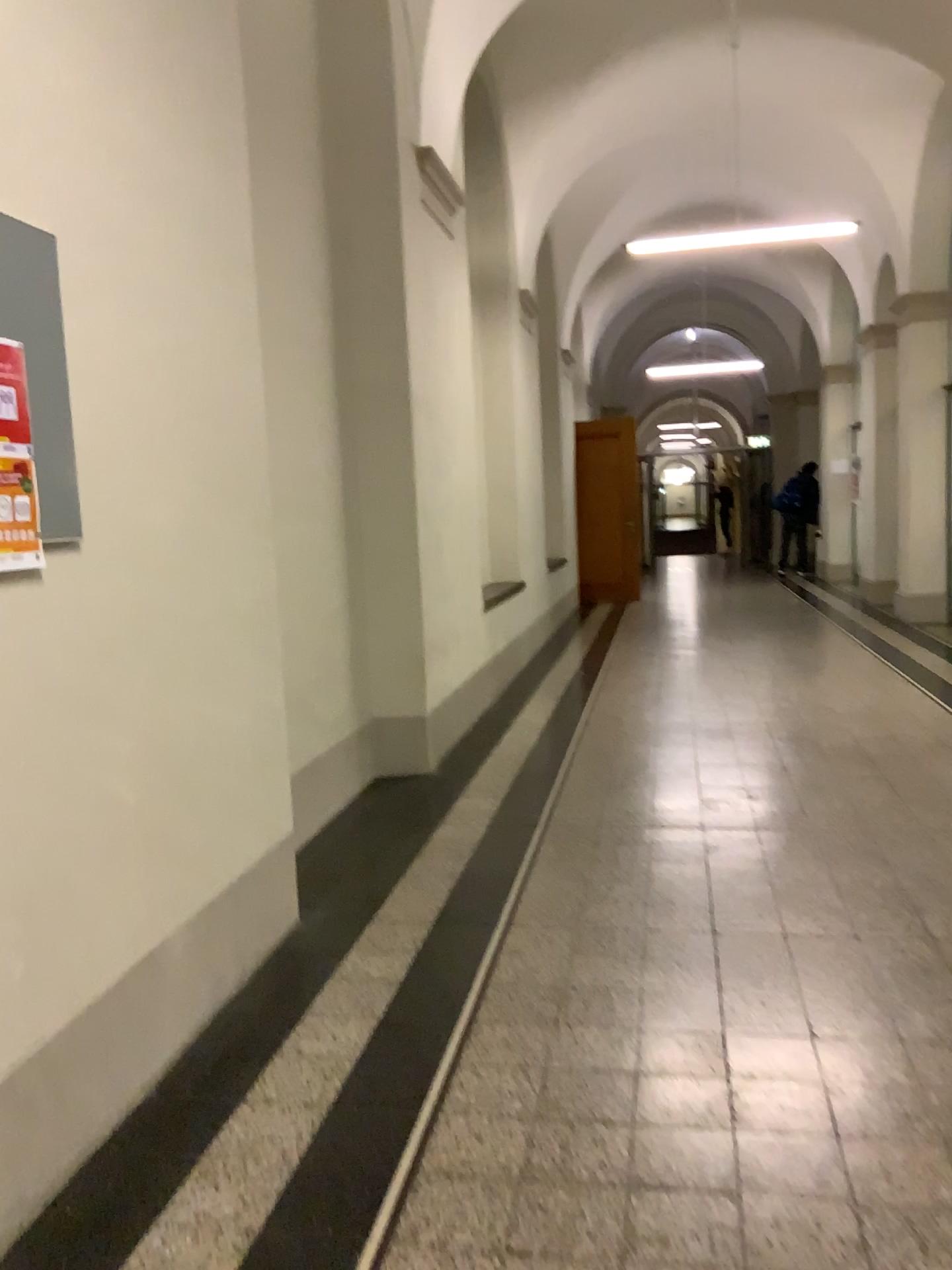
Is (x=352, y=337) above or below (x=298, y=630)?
above

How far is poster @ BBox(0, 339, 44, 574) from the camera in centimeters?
189cm

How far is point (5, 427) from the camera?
1.9m
